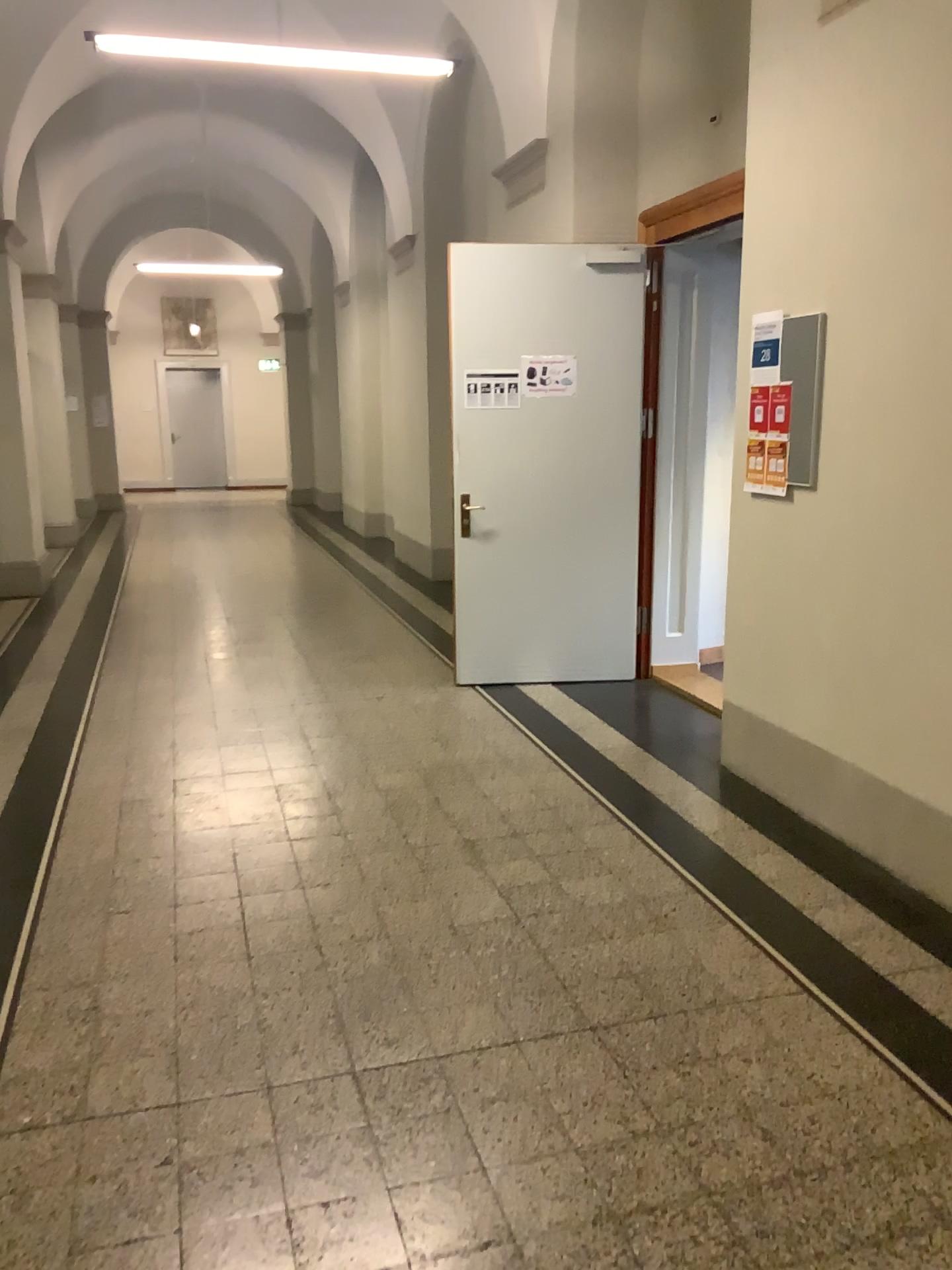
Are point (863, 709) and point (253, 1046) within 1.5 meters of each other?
no
